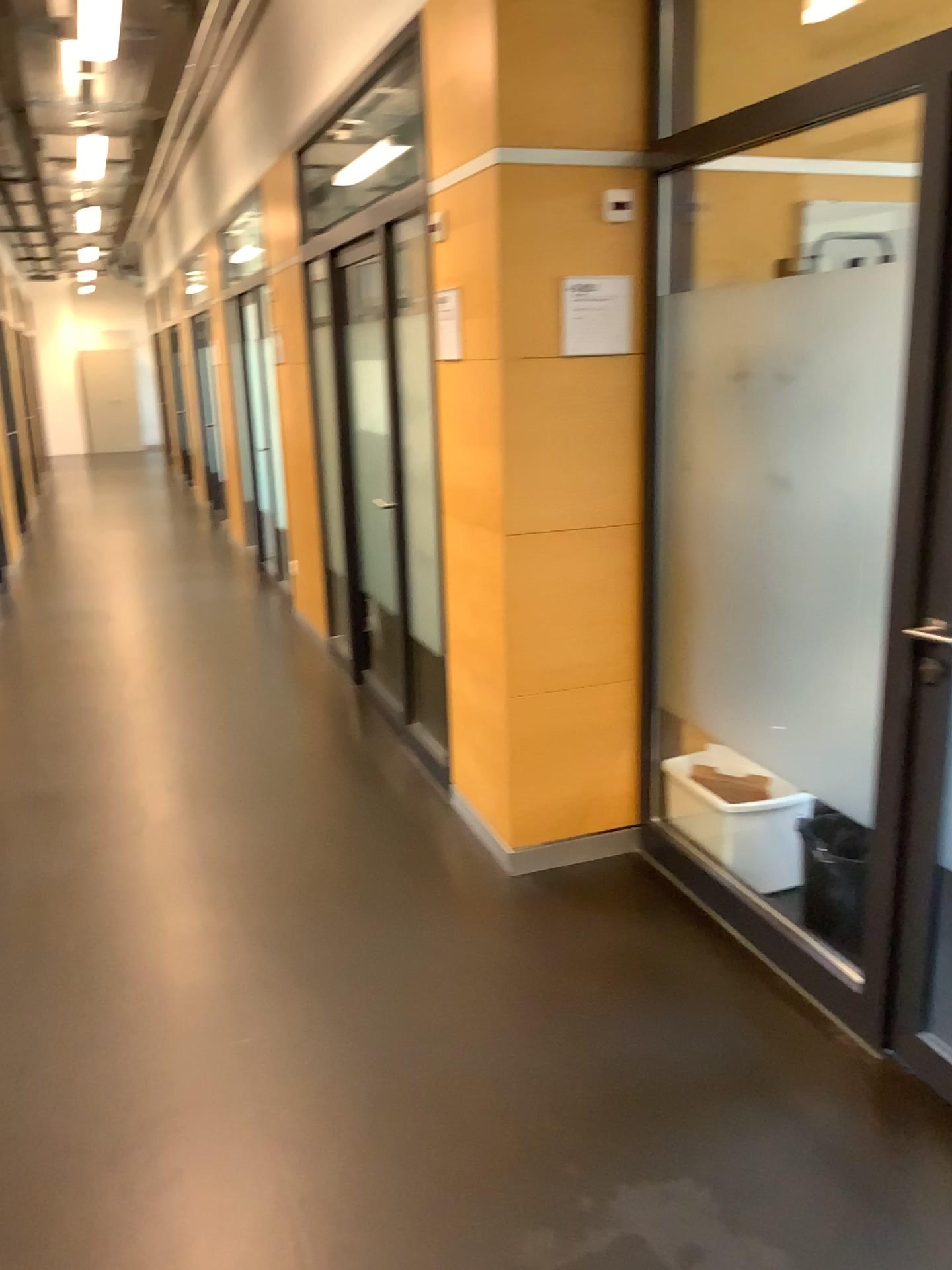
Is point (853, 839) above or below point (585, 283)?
below

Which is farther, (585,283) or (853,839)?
(585,283)

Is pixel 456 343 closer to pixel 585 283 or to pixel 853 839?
pixel 585 283

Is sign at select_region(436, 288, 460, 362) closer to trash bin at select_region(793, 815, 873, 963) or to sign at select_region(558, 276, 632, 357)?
sign at select_region(558, 276, 632, 357)

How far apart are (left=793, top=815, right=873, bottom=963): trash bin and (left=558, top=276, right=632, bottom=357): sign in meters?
1.4

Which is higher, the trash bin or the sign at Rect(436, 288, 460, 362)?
the sign at Rect(436, 288, 460, 362)

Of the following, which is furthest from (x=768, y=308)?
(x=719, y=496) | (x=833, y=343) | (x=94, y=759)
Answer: (x=94, y=759)

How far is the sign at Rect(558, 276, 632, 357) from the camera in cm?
295

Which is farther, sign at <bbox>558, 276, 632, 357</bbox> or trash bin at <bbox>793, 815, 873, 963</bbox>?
sign at <bbox>558, 276, 632, 357</bbox>

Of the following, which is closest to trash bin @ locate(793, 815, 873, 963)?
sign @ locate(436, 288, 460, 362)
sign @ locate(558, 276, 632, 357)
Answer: sign @ locate(558, 276, 632, 357)
